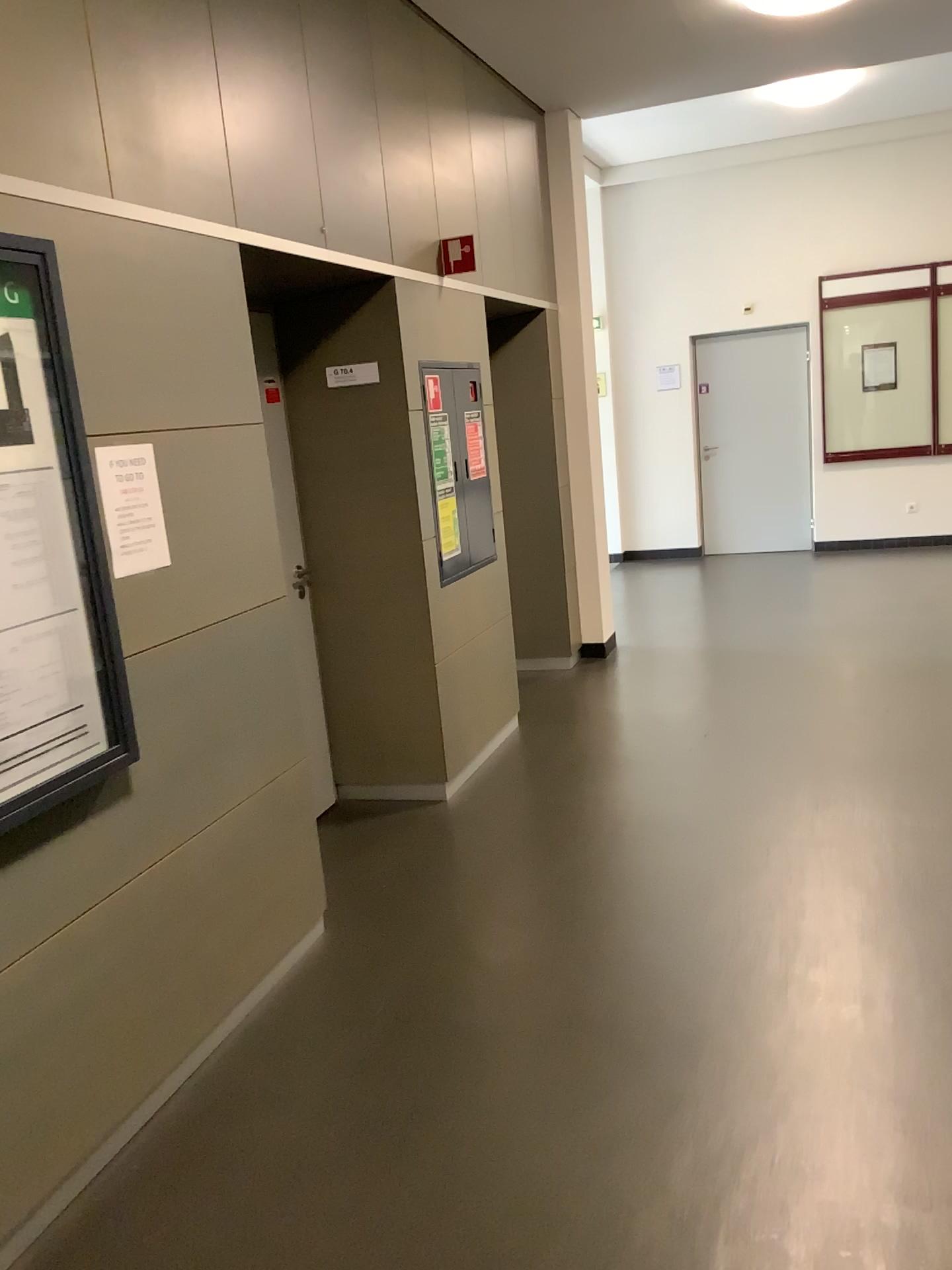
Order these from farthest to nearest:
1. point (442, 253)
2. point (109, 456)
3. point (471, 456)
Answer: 1. point (471, 456)
2. point (442, 253)
3. point (109, 456)

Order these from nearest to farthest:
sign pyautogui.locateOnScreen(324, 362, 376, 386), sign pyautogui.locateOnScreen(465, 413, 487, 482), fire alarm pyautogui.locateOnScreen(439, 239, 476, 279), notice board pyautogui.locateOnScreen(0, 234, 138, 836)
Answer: notice board pyautogui.locateOnScreen(0, 234, 138, 836), sign pyautogui.locateOnScreen(324, 362, 376, 386), fire alarm pyautogui.locateOnScreen(439, 239, 476, 279), sign pyautogui.locateOnScreen(465, 413, 487, 482)

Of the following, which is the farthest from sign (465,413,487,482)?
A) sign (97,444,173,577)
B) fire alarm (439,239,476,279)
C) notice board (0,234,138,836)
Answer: notice board (0,234,138,836)

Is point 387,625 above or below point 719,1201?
above

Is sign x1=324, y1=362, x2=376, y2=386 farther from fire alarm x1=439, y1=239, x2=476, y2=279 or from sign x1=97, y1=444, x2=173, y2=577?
sign x1=97, y1=444, x2=173, y2=577

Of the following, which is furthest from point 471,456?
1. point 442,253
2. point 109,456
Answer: point 109,456

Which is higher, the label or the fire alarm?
the fire alarm

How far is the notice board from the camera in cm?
212

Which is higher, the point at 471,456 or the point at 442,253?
the point at 442,253

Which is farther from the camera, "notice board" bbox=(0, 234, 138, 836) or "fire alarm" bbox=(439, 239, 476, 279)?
"fire alarm" bbox=(439, 239, 476, 279)
